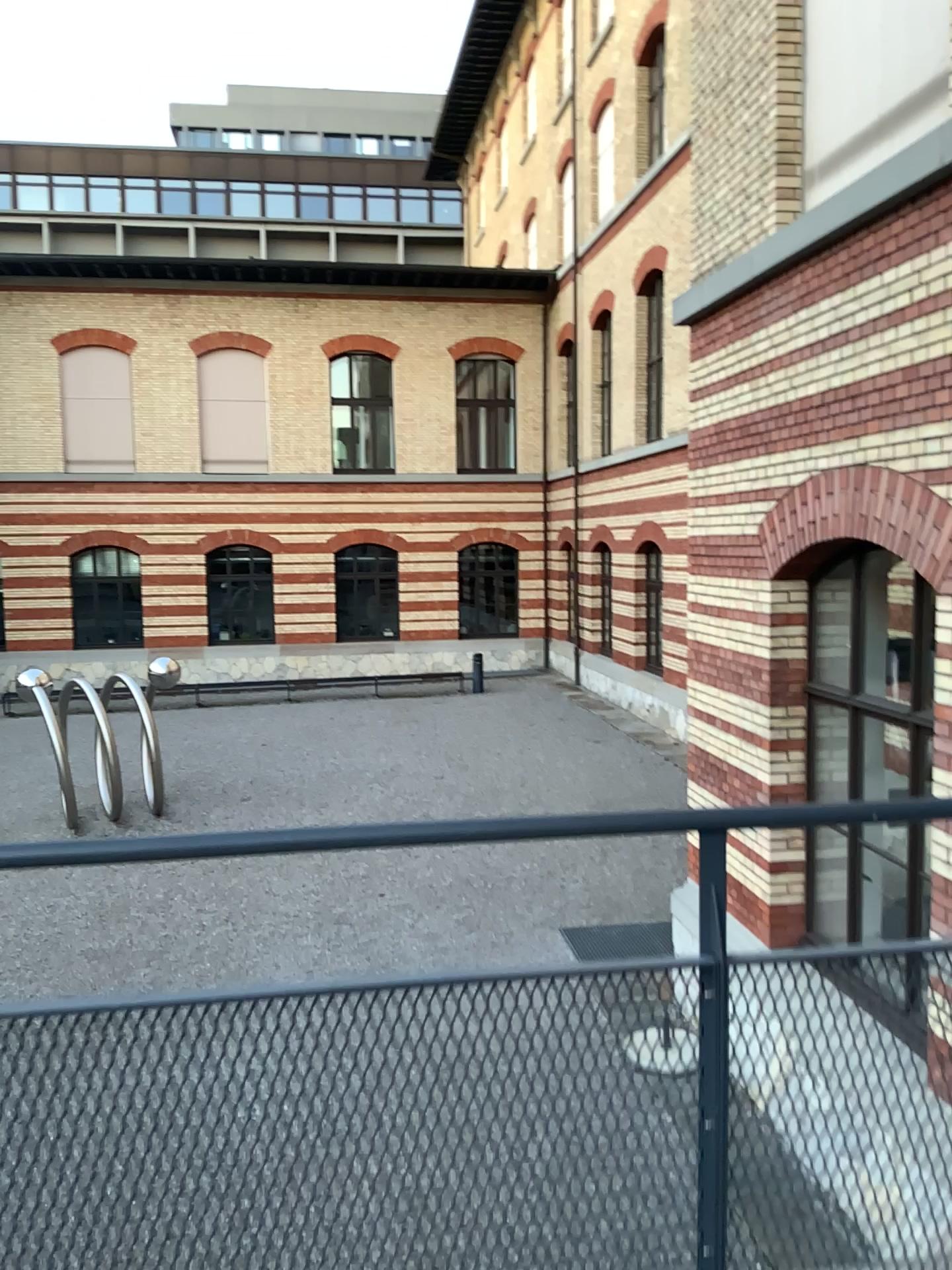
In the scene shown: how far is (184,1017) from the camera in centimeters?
139cm

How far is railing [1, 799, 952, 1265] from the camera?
1.39m

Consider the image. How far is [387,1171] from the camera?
1.5 meters
